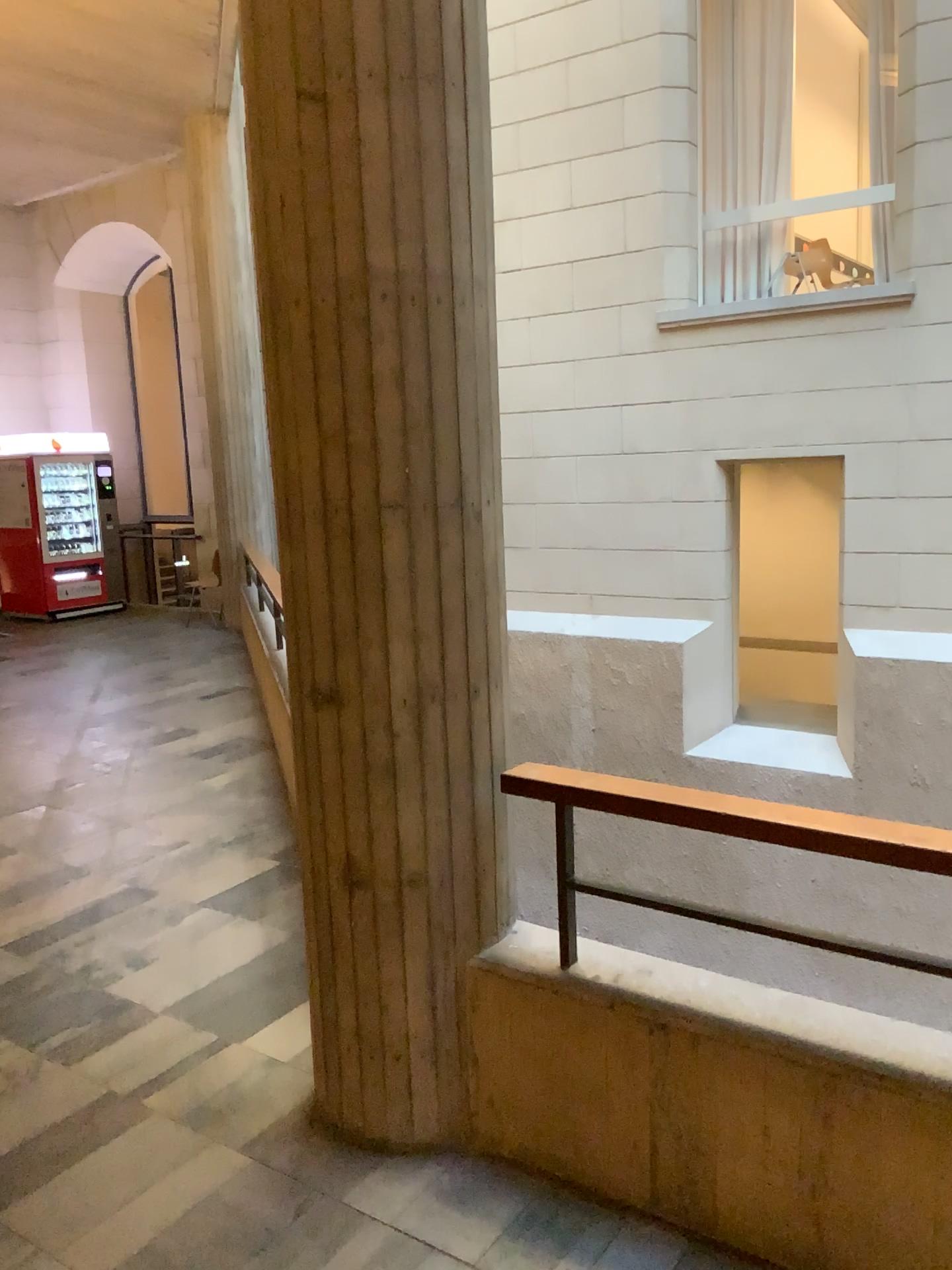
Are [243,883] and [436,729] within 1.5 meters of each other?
no

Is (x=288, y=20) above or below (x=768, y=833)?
above

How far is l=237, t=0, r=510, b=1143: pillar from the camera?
2.2 meters

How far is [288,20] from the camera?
2.2 meters
